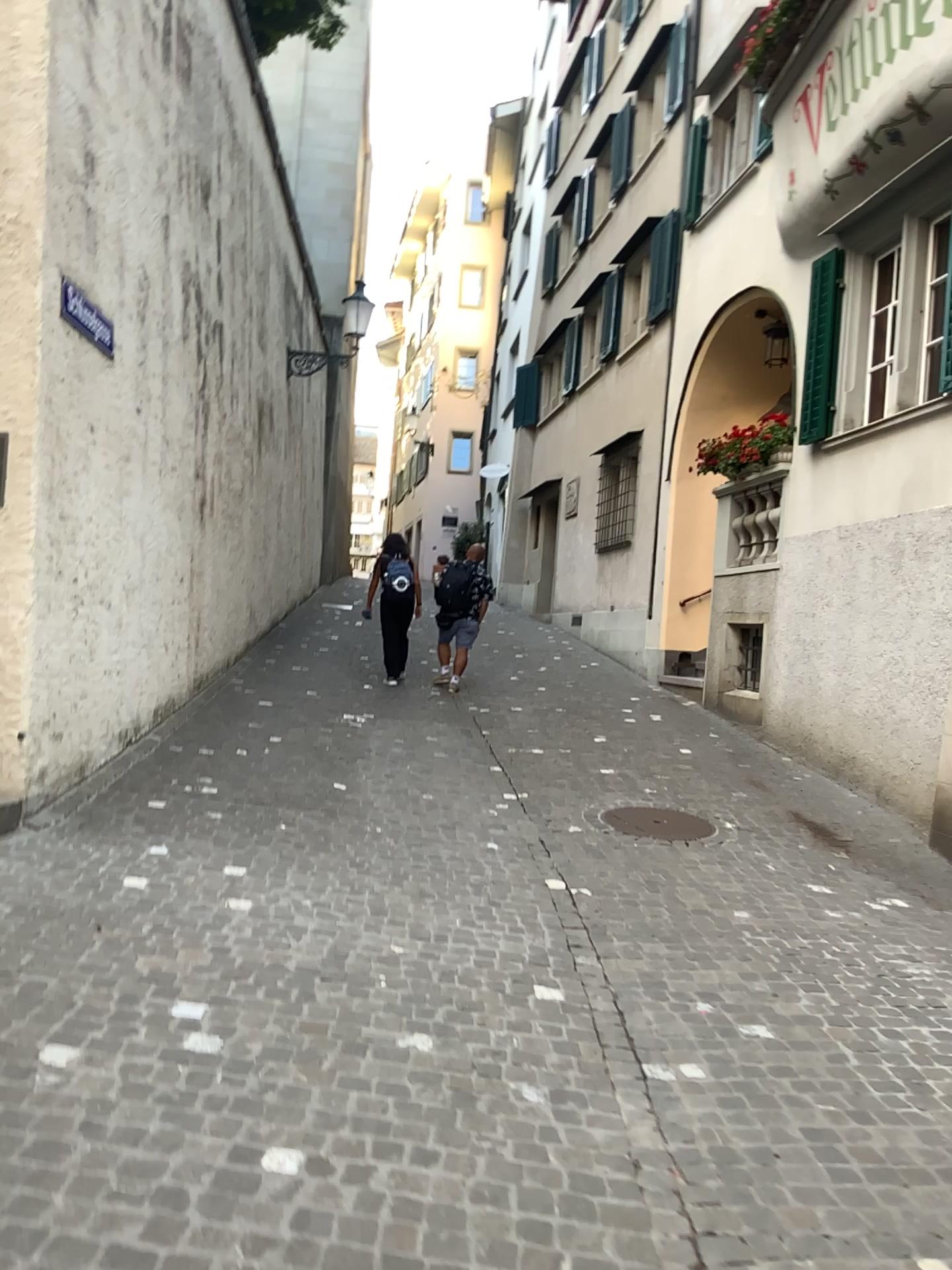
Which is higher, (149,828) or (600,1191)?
(149,828)
